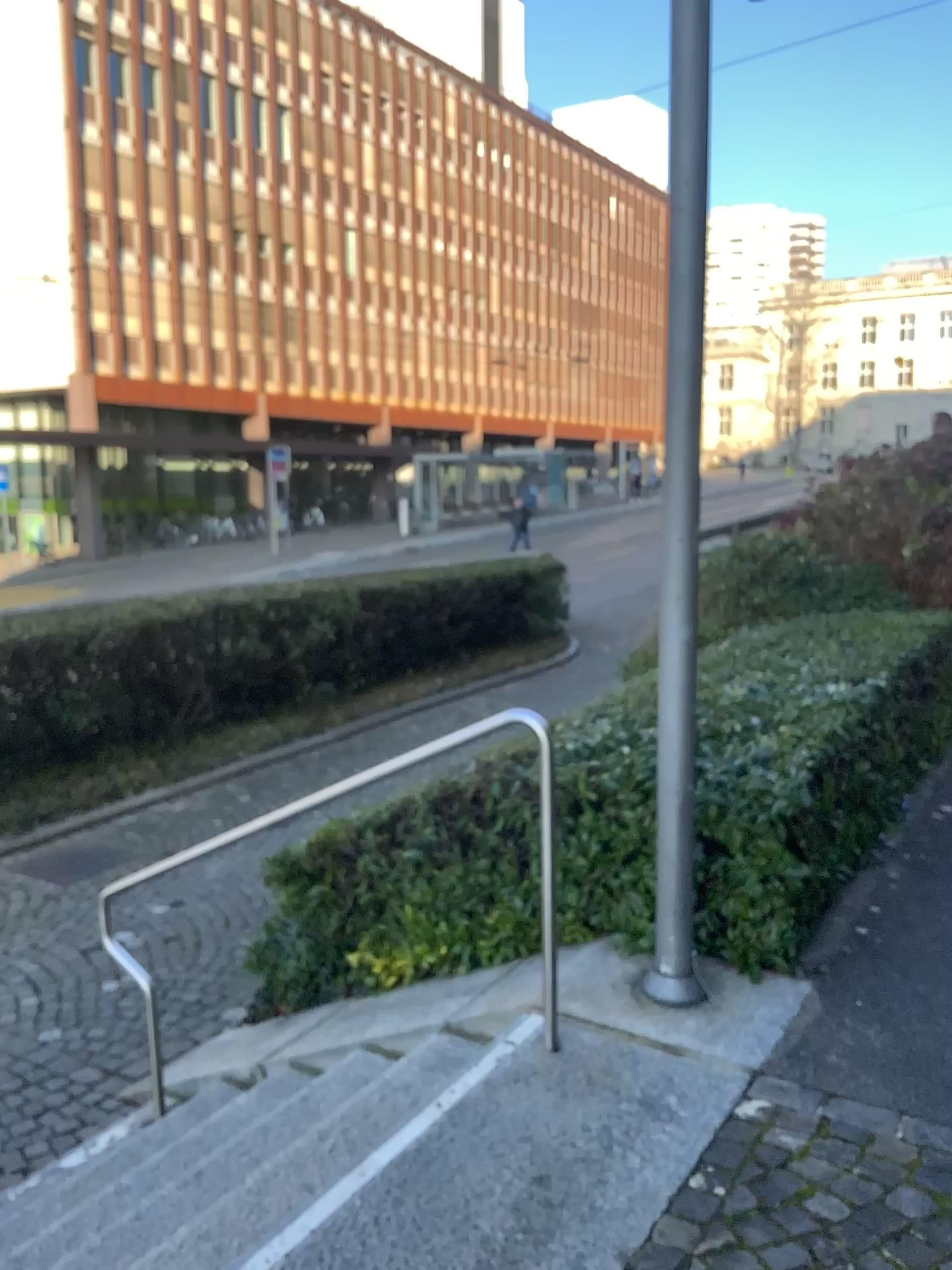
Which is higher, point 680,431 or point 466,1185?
point 680,431
